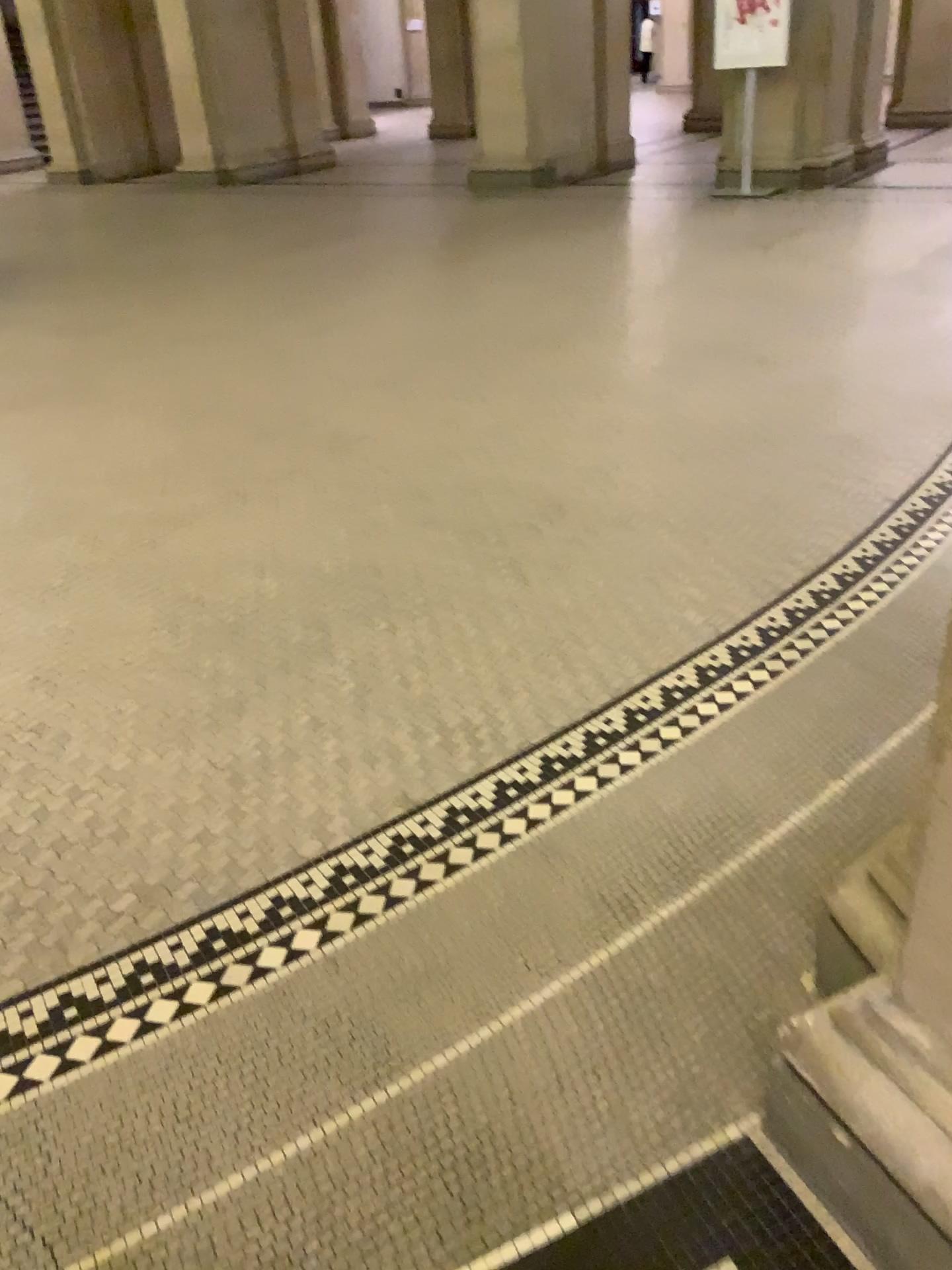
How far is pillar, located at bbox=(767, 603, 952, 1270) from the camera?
1.14m

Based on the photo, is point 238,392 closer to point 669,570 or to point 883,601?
point 669,570

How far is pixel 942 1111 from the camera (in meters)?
1.14
